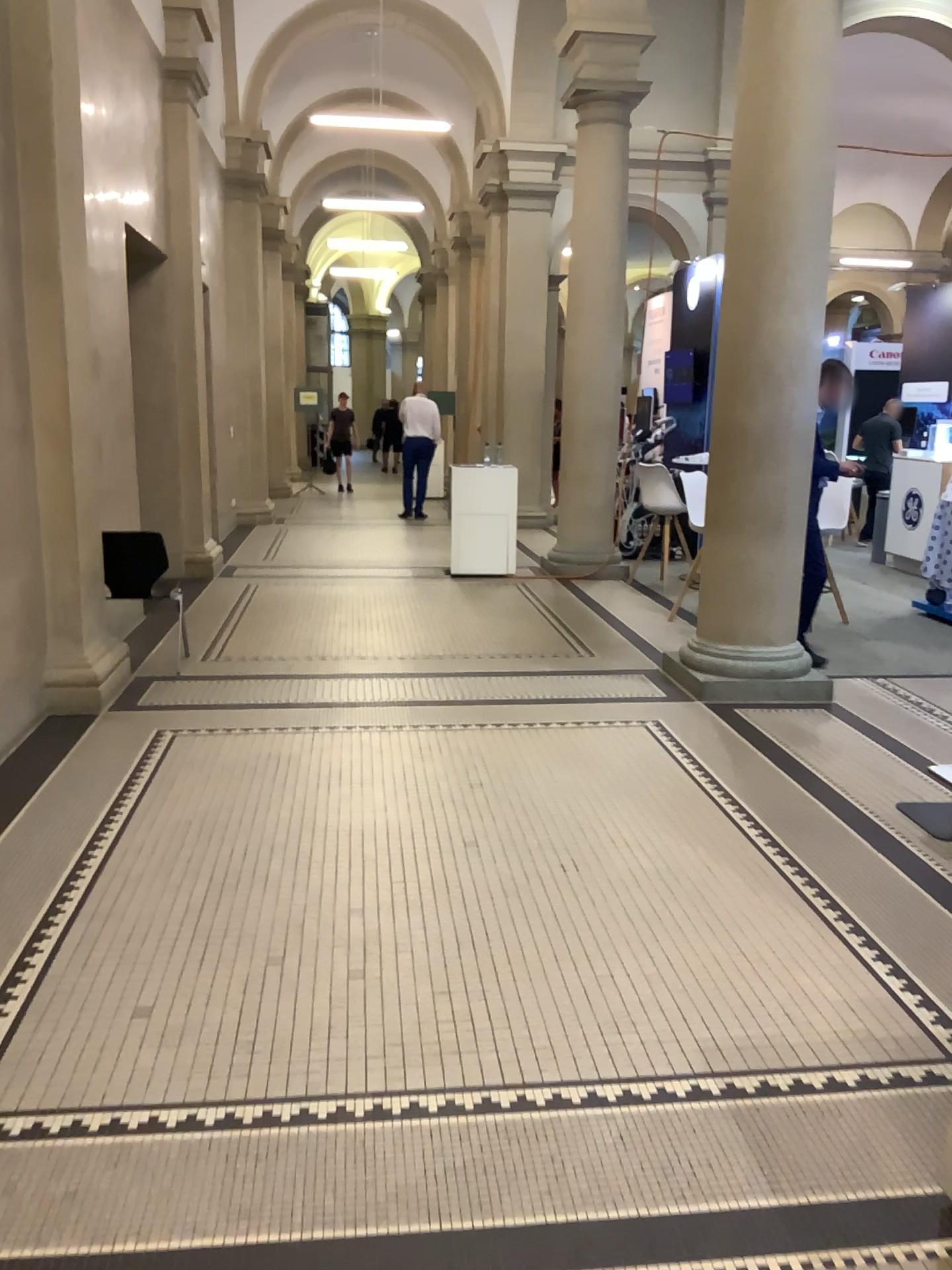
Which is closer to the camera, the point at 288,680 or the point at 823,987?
the point at 823,987
